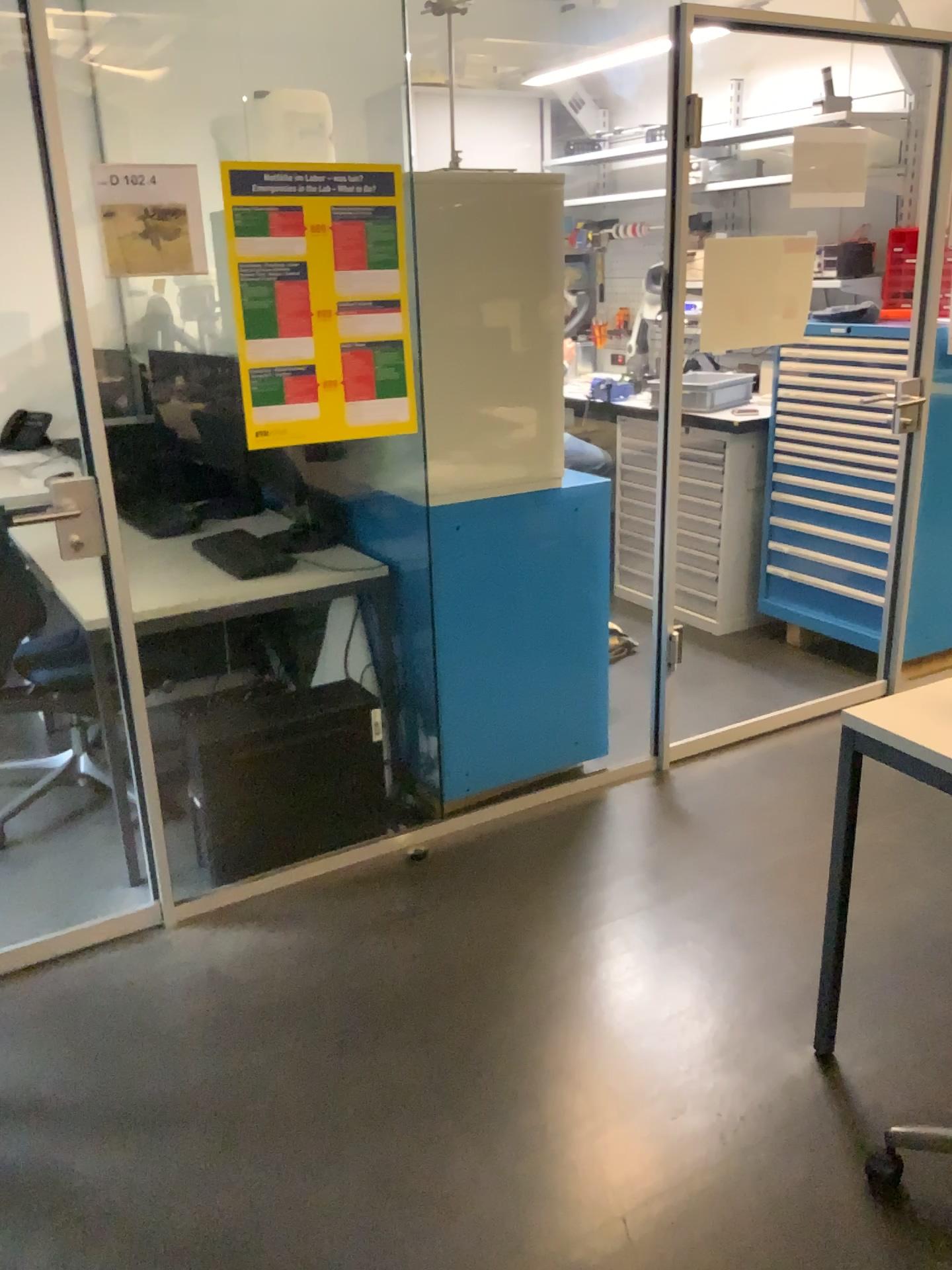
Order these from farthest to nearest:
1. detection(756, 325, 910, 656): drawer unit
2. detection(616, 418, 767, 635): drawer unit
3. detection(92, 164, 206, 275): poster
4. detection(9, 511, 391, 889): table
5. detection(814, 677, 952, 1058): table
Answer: detection(616, 418, 767, 635): drawer unit
detection(756, 325, 910, 656): drawer unit
detection(9, 511, 391, 889): table
detection(92, 164, 206, 275): poster
detection(814, 677, 952, 1058): table

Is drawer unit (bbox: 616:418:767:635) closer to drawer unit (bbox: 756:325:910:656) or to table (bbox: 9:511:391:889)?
drawer unit (bbox: 756:325:910:656)

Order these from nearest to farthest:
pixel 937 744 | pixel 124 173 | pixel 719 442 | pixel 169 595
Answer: pixel 937 744 → pixel 124 173 → pixel 169 595 → pixel 719 442

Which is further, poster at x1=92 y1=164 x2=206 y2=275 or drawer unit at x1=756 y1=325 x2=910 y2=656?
drawer unit at x1=756 y1=325 x2=910 y2=656

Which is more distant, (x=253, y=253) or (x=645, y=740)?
(x=645, y=740)

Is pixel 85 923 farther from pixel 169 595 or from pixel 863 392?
pixel 863 392

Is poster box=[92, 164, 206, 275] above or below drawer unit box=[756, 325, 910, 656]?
above

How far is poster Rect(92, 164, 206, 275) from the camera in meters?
2.1

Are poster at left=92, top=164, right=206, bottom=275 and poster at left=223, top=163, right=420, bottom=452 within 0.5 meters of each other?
yes

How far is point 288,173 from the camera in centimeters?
229cm
